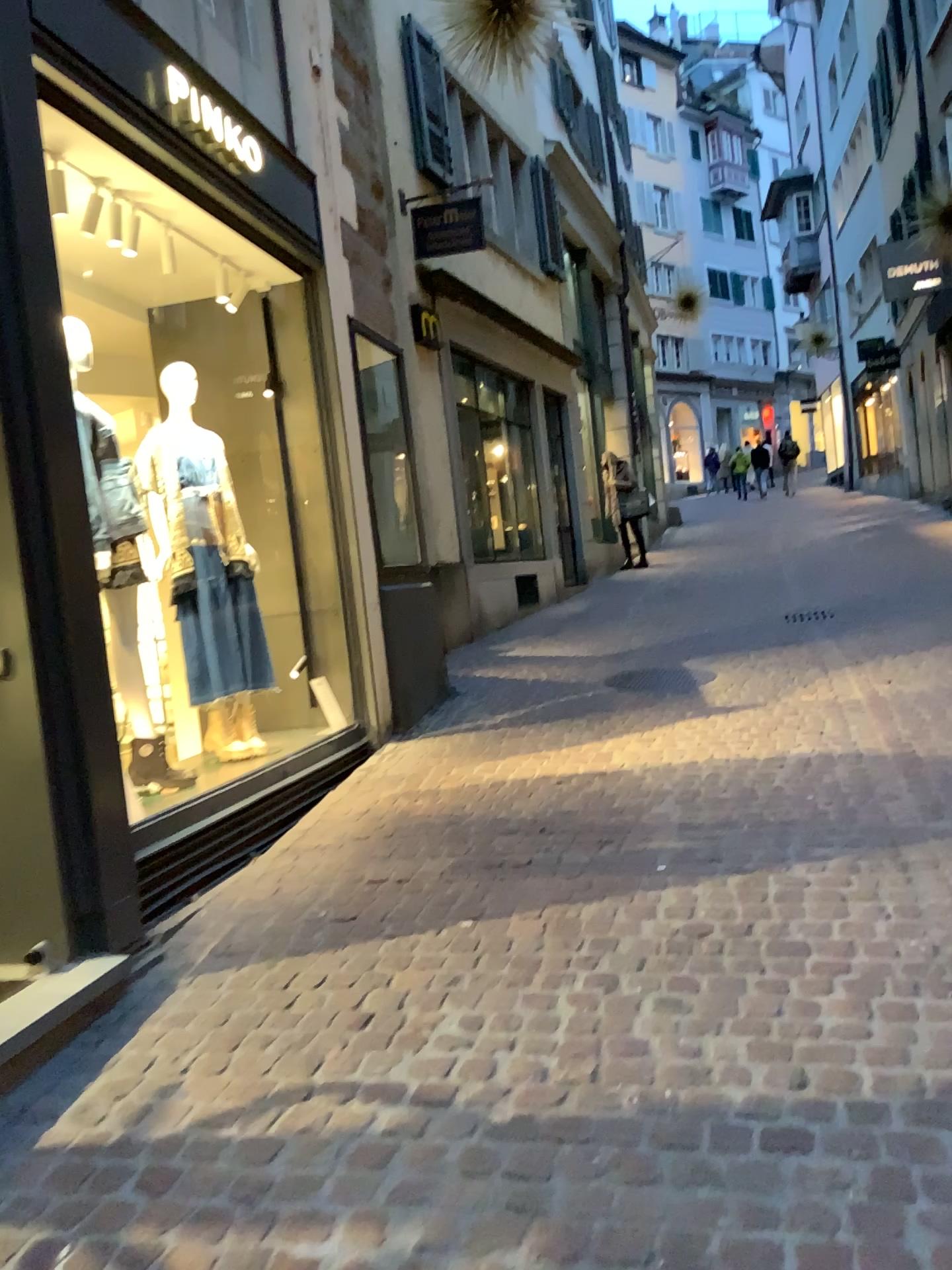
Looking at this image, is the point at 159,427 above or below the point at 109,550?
above

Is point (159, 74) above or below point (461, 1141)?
above

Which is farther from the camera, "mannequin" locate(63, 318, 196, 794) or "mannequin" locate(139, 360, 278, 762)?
"mannequin" locate(139, 360, 278, 762)

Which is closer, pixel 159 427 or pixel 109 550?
pixel 109 550
